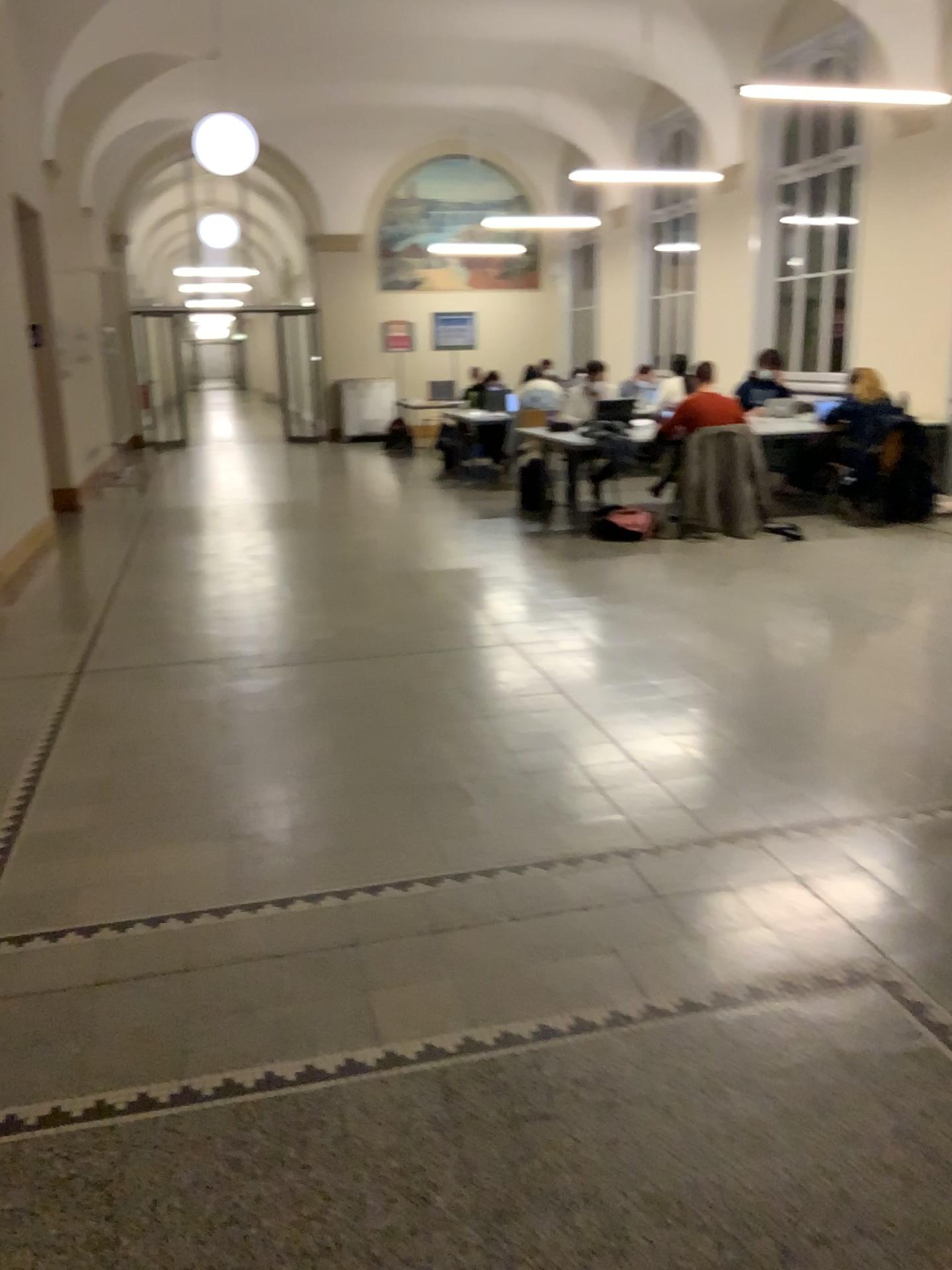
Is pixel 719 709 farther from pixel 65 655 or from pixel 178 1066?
pixel 65 655
